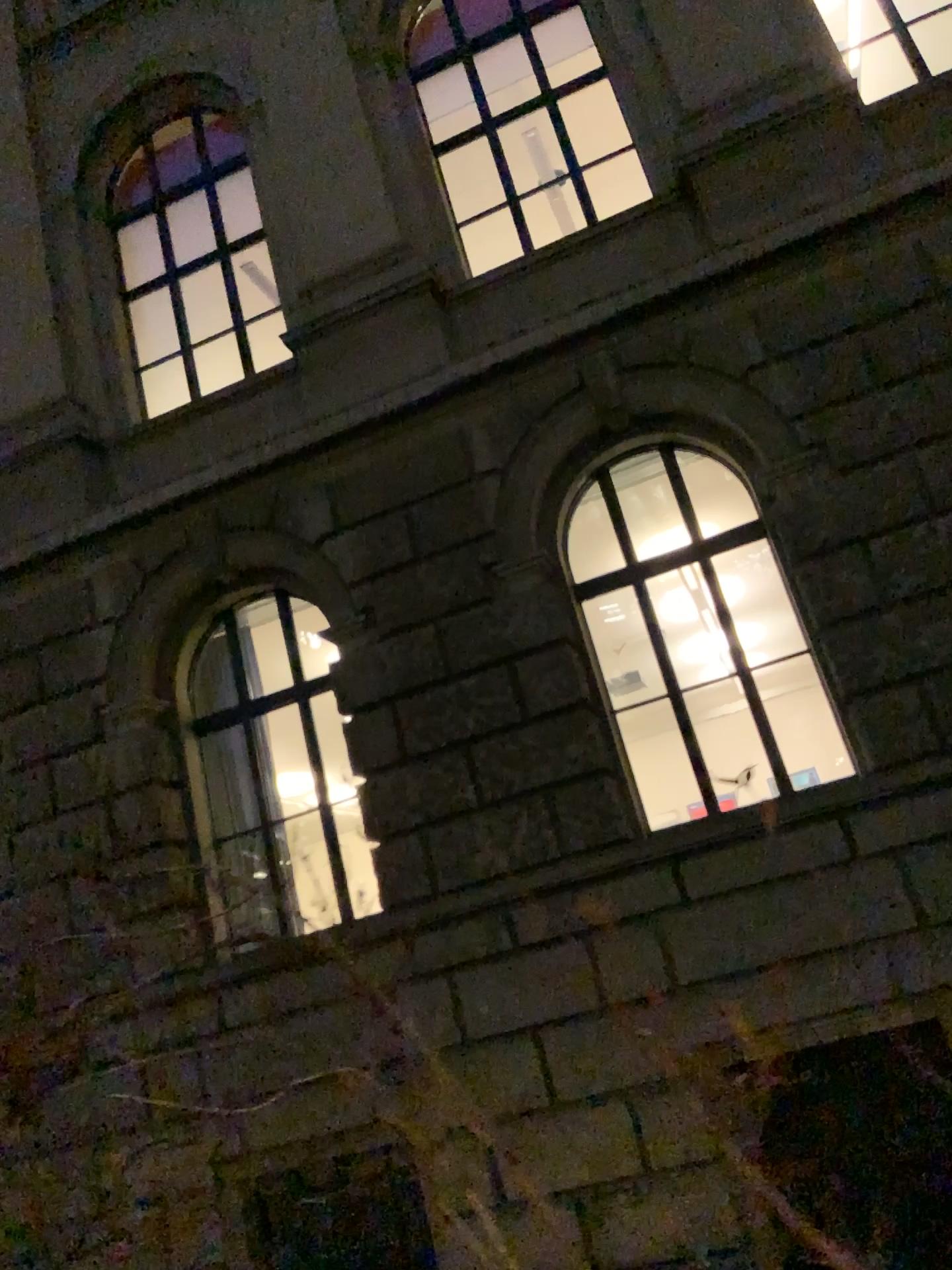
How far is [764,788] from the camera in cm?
148
